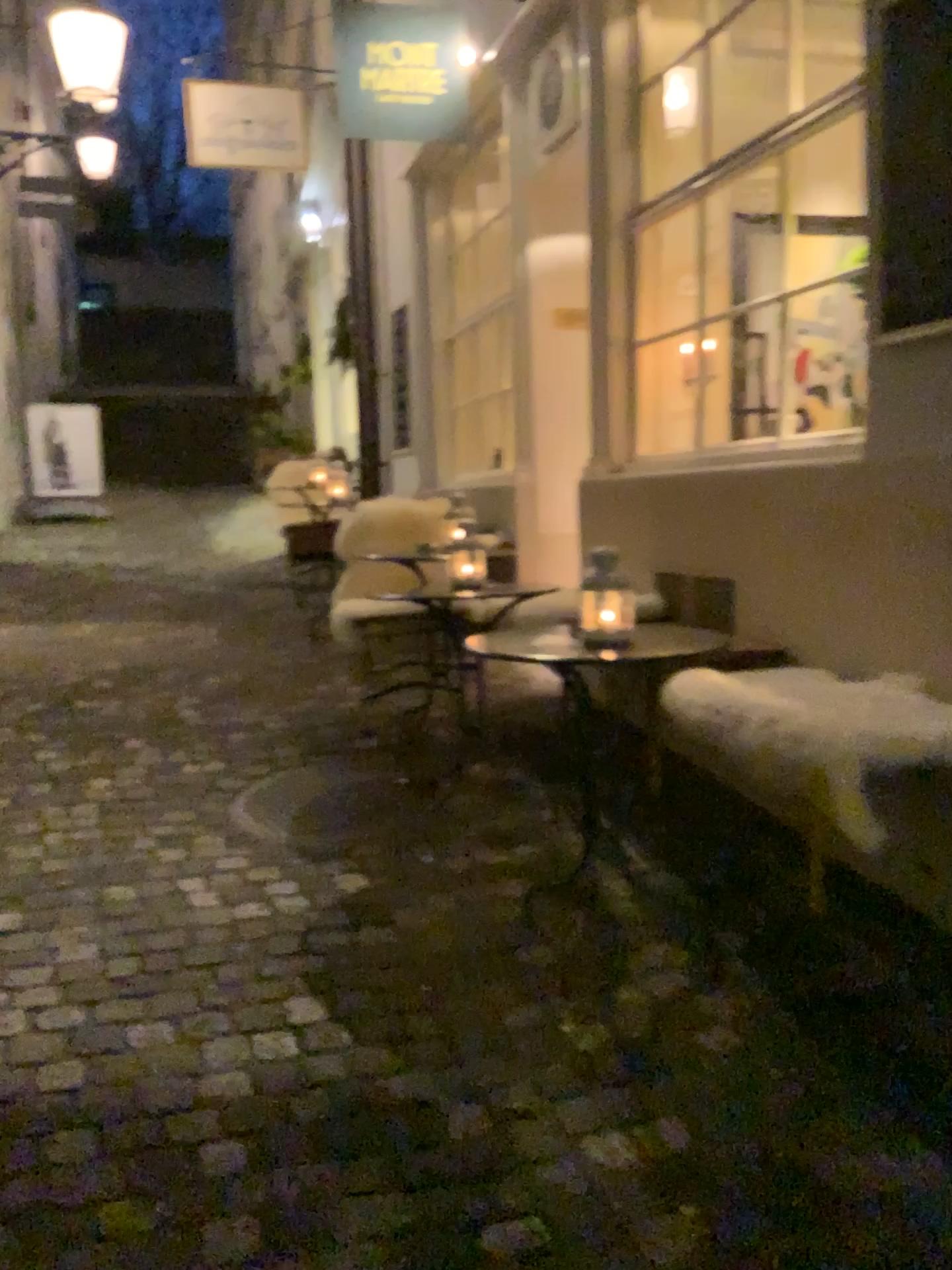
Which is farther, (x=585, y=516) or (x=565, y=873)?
(x=585, y=516)
